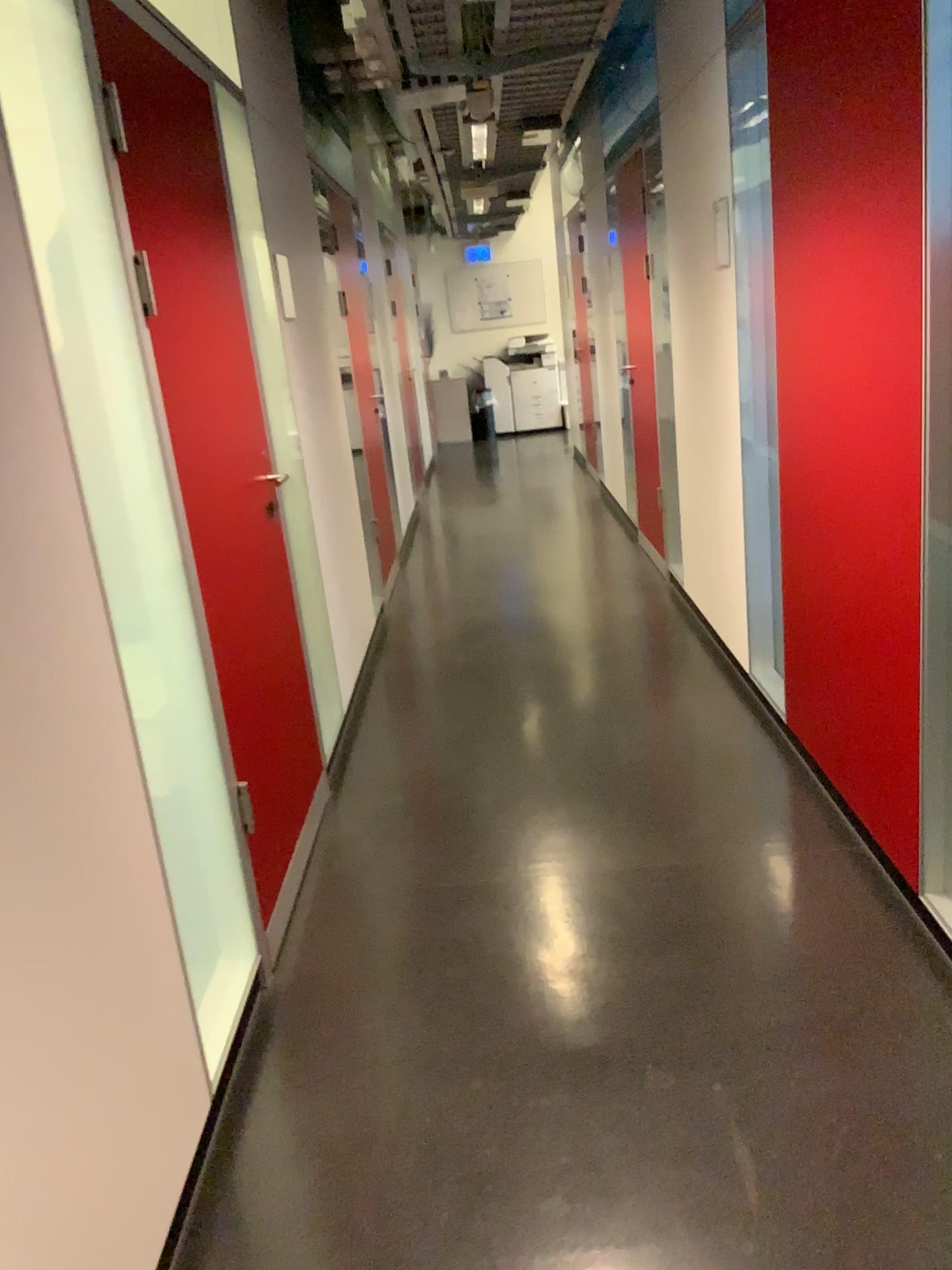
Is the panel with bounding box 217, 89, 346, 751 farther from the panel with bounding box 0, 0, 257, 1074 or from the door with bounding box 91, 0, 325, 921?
the panel with bounding box 0, 0, 257, 1074

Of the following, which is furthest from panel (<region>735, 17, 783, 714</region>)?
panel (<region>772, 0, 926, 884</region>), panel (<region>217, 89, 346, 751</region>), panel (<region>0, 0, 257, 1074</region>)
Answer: panel (<region>0, 0, 257, 1074</region>)

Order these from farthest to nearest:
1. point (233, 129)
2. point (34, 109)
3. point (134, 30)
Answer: point (233, 129), point (134, 30), point (34, 109)

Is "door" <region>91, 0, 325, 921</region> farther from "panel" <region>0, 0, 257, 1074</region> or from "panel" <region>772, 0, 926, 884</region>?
"panel" <region>772, 0, 926, 884</region>

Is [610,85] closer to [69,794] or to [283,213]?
[283,213]

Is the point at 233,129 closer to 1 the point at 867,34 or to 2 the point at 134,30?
2 the point at 134,30

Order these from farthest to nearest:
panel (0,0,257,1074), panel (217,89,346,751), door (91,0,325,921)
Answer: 1. panel (217,89,346,751)
2. door (91,0,325,921)
3. panel (0,0,257,1074)

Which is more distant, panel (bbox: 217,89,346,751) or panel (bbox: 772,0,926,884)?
panel (bbox: 217,89,346,751)

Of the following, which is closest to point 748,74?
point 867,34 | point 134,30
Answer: point 867,34

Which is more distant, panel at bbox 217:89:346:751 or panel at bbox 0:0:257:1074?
panel at bbox 217:89:346:751
